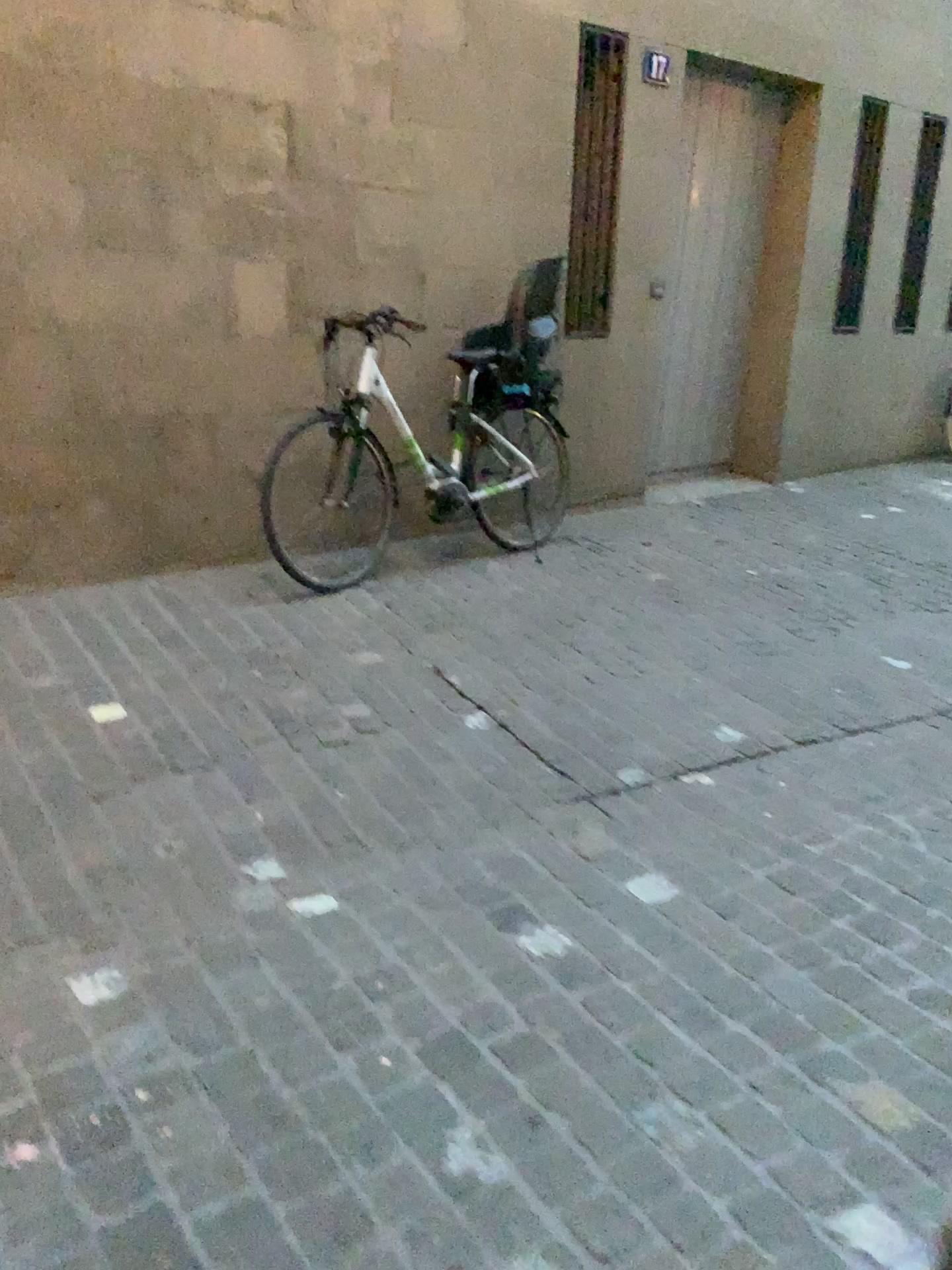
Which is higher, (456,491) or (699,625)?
(456,491)
